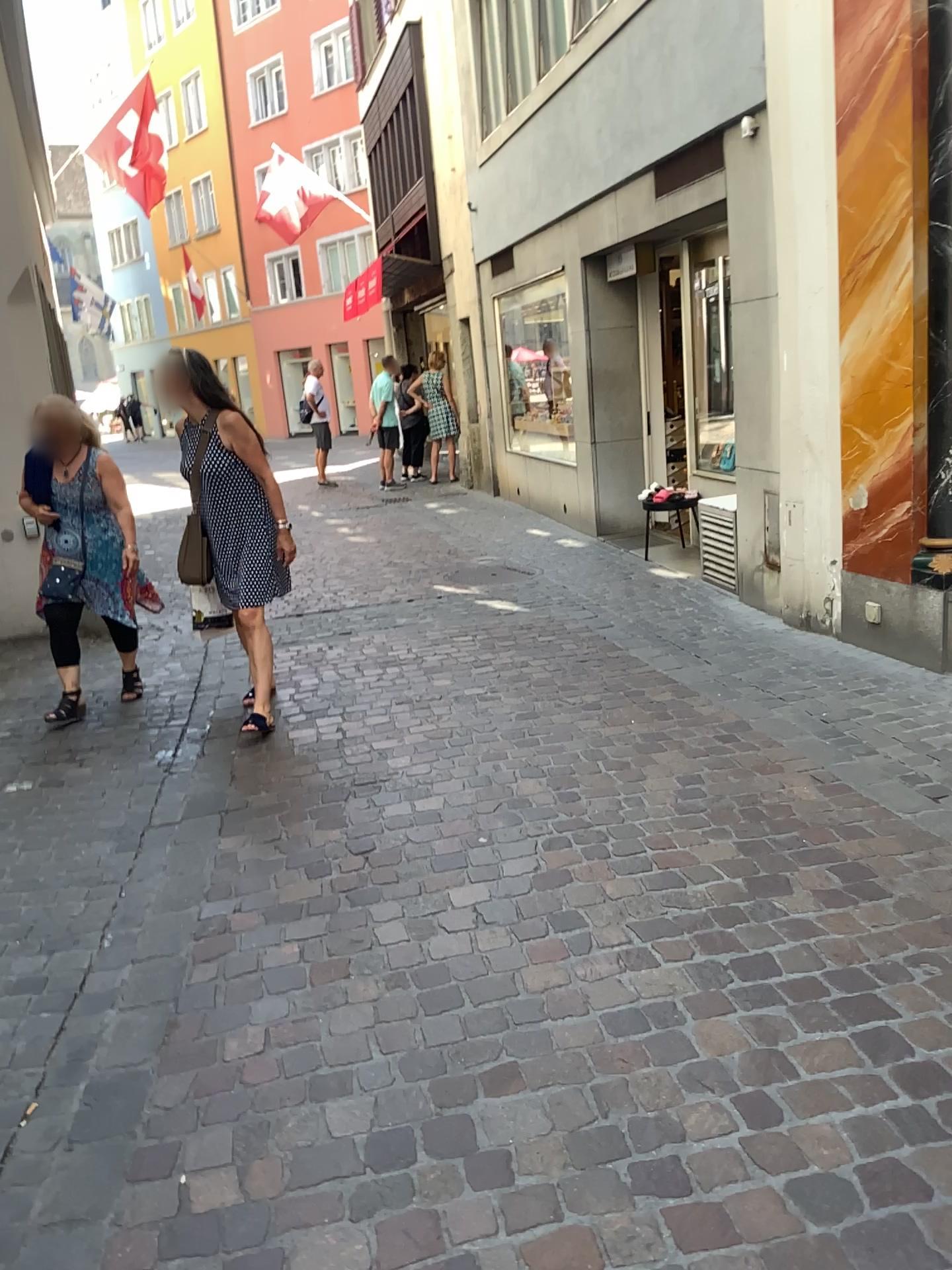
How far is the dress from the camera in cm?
450

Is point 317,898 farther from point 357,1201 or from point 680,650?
point 680,650

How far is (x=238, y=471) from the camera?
4.5m
